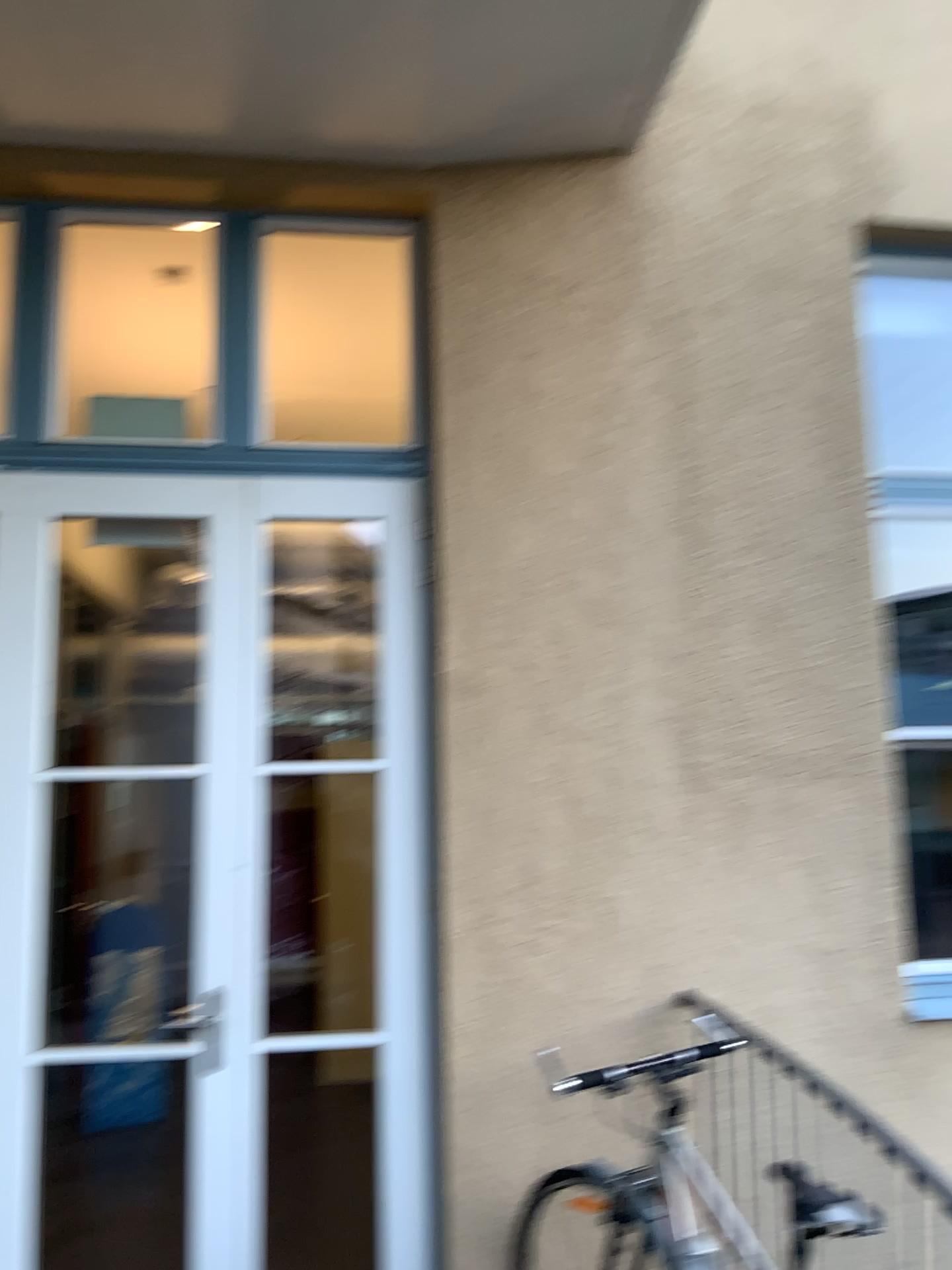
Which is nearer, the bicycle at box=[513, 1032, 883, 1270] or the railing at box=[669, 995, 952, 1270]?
the bicycle at box=[513, 1032, 883, 1270]

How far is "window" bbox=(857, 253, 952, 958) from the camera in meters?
3.2

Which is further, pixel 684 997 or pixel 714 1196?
pixel 684 997

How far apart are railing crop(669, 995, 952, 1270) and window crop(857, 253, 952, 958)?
0.5m

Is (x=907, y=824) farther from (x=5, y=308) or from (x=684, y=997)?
(x=5, y=308)

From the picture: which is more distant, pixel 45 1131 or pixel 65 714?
pixel 45 1131

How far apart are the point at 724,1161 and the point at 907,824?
1.1 meters

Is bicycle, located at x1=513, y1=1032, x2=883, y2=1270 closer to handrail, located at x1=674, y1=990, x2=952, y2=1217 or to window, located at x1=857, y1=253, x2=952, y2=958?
handrail, located at x1=674, y1=990, x2=952, y2=1217

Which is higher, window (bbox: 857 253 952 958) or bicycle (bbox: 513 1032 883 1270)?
window (bbox: 857 253 952 958)

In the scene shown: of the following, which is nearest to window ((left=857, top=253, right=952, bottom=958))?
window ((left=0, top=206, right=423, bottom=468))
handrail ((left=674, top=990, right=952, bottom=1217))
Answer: handrail ((left=674, top=990, right=952, bottom=1217))
